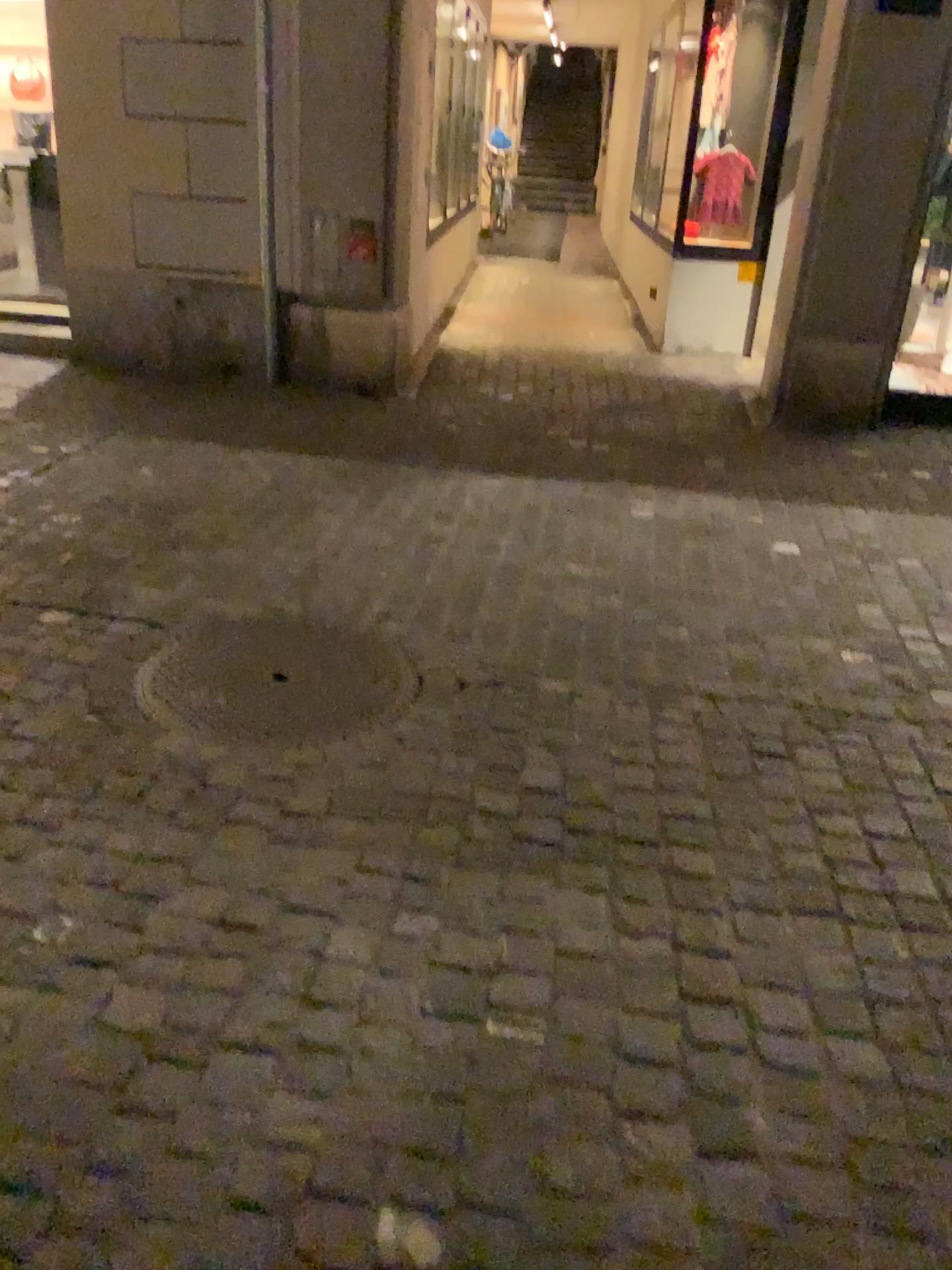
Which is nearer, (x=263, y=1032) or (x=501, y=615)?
(x=263, y=1032)
